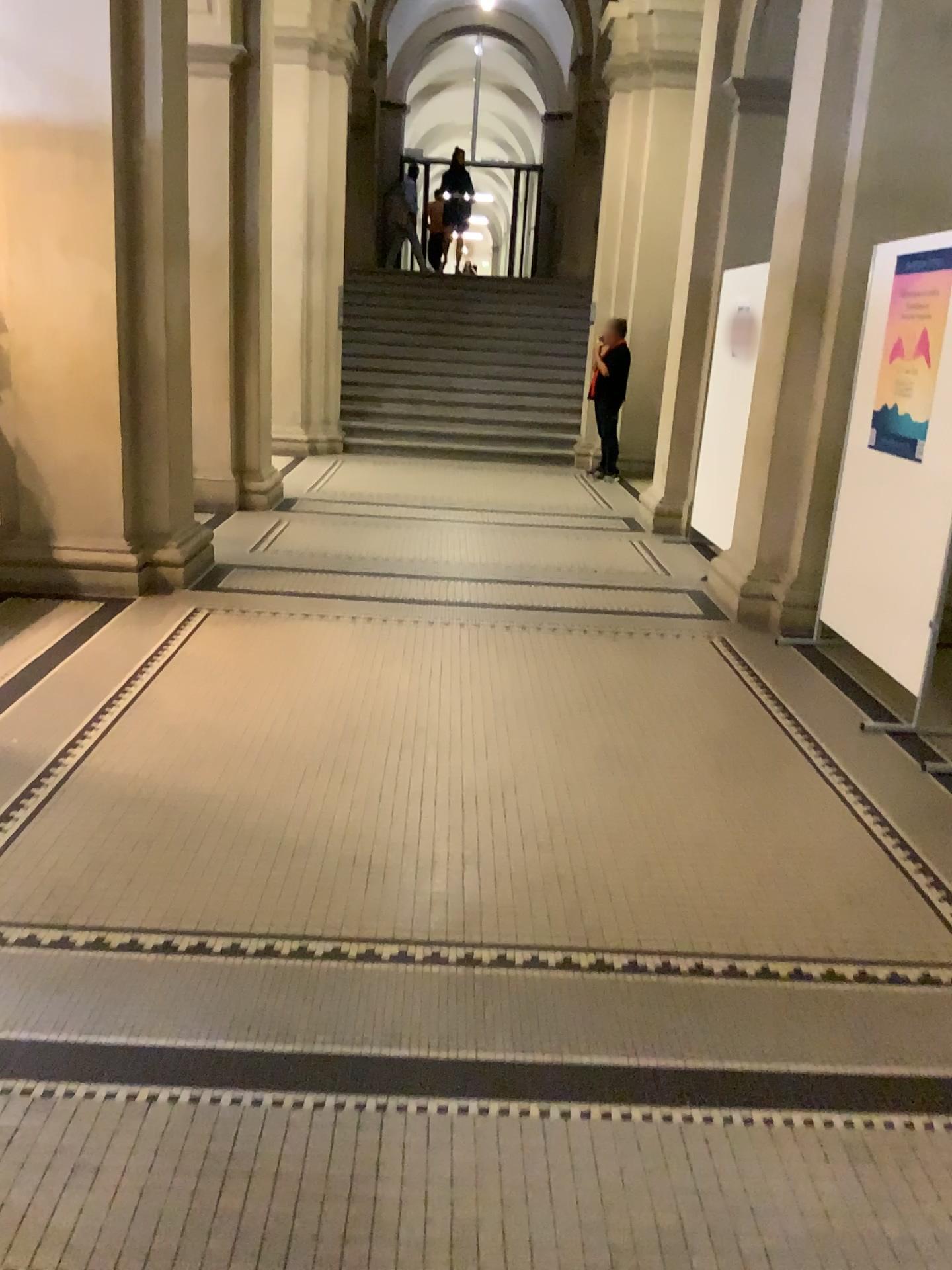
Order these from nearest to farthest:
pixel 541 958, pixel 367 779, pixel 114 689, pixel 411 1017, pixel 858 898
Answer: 1. pixel 411 1017
2. pixel 541 958
3. pixel 858 898
4. pixel 367 779
5. pixel 114 689
